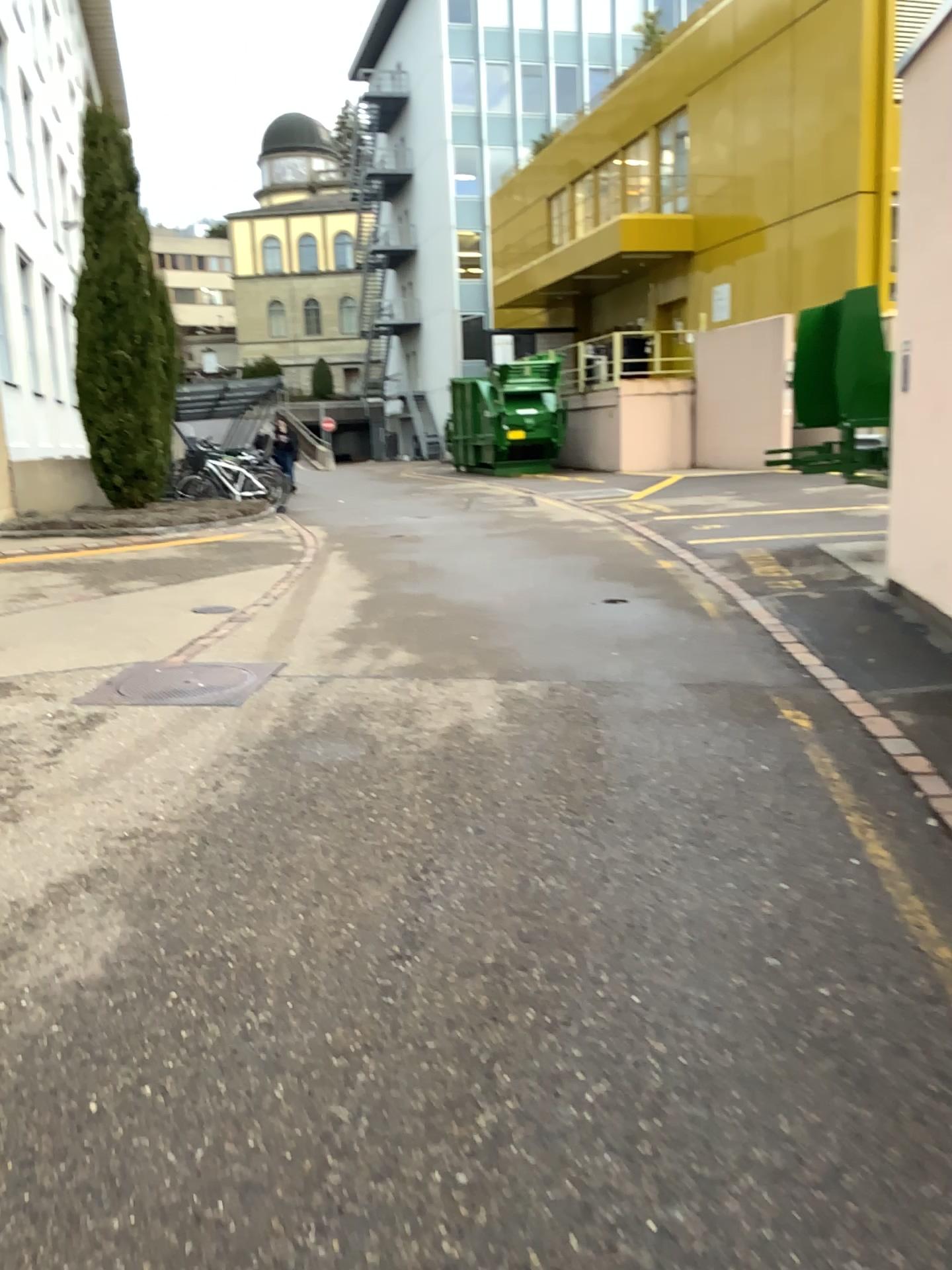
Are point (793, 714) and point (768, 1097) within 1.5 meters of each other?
no

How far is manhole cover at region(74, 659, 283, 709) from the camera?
5.0 meters

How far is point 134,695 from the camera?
5.0 meters
